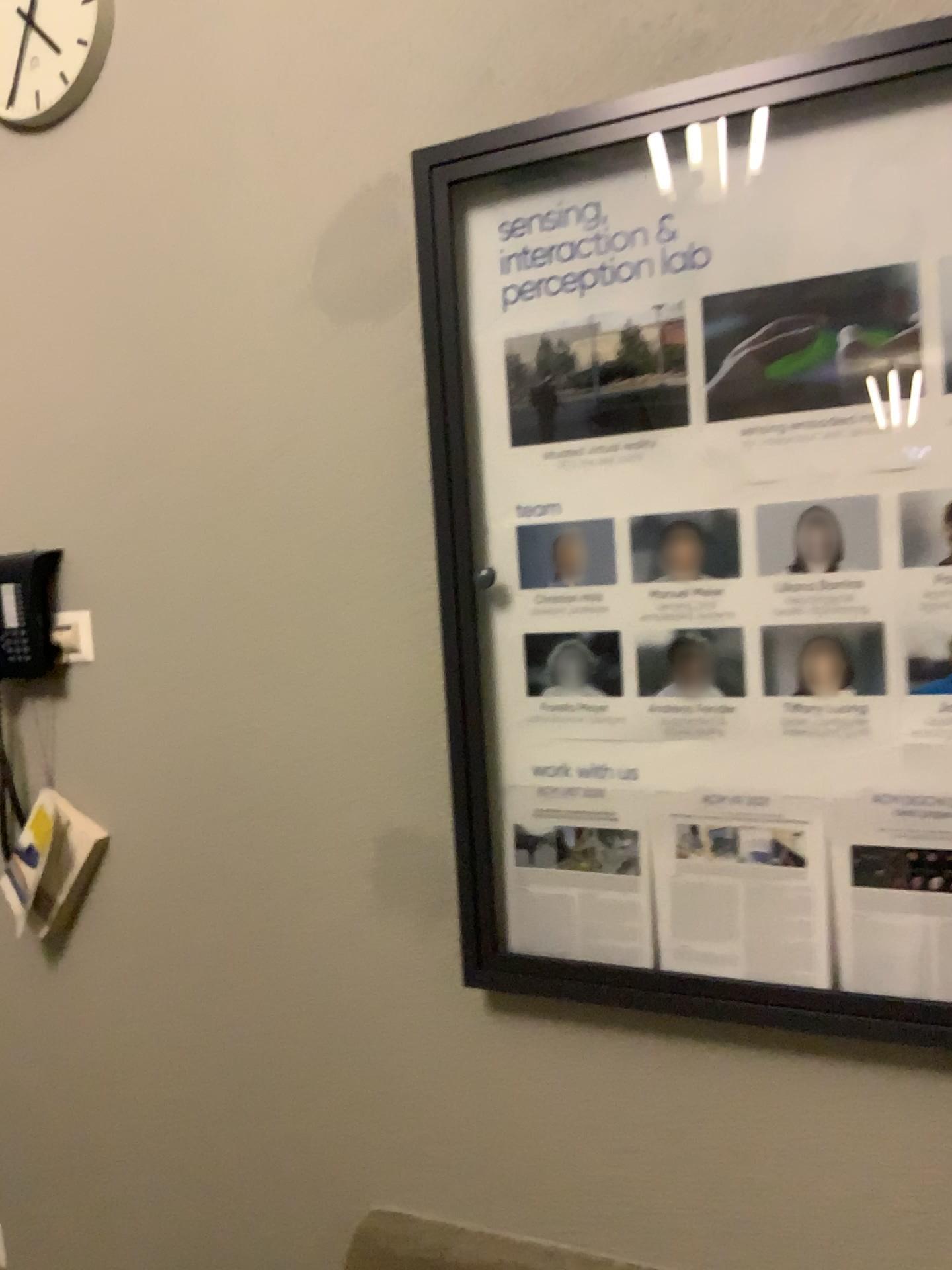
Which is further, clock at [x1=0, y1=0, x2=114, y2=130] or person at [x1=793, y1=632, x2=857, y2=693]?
clock at [x1=0, y1=0, x2=114, y2=130]

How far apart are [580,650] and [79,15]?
1.3m

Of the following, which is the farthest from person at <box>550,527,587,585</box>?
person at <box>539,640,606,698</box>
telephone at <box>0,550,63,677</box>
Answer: telephone at <box>0,550,63,677</box>

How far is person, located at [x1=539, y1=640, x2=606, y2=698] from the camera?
1.40m

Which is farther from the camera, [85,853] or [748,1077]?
[85,853]

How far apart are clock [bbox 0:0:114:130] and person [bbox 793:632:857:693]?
1.4 meters

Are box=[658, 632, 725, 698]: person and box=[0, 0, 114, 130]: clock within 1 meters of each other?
no

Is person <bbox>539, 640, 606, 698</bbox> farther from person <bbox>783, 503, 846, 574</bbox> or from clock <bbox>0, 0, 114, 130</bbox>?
clock <bbox>0, 0, 114, 130</bbox>

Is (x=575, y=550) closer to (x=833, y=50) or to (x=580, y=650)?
(x=580, y=650)

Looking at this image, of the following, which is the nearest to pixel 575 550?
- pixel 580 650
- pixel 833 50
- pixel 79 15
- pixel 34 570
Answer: pixel 580 650
